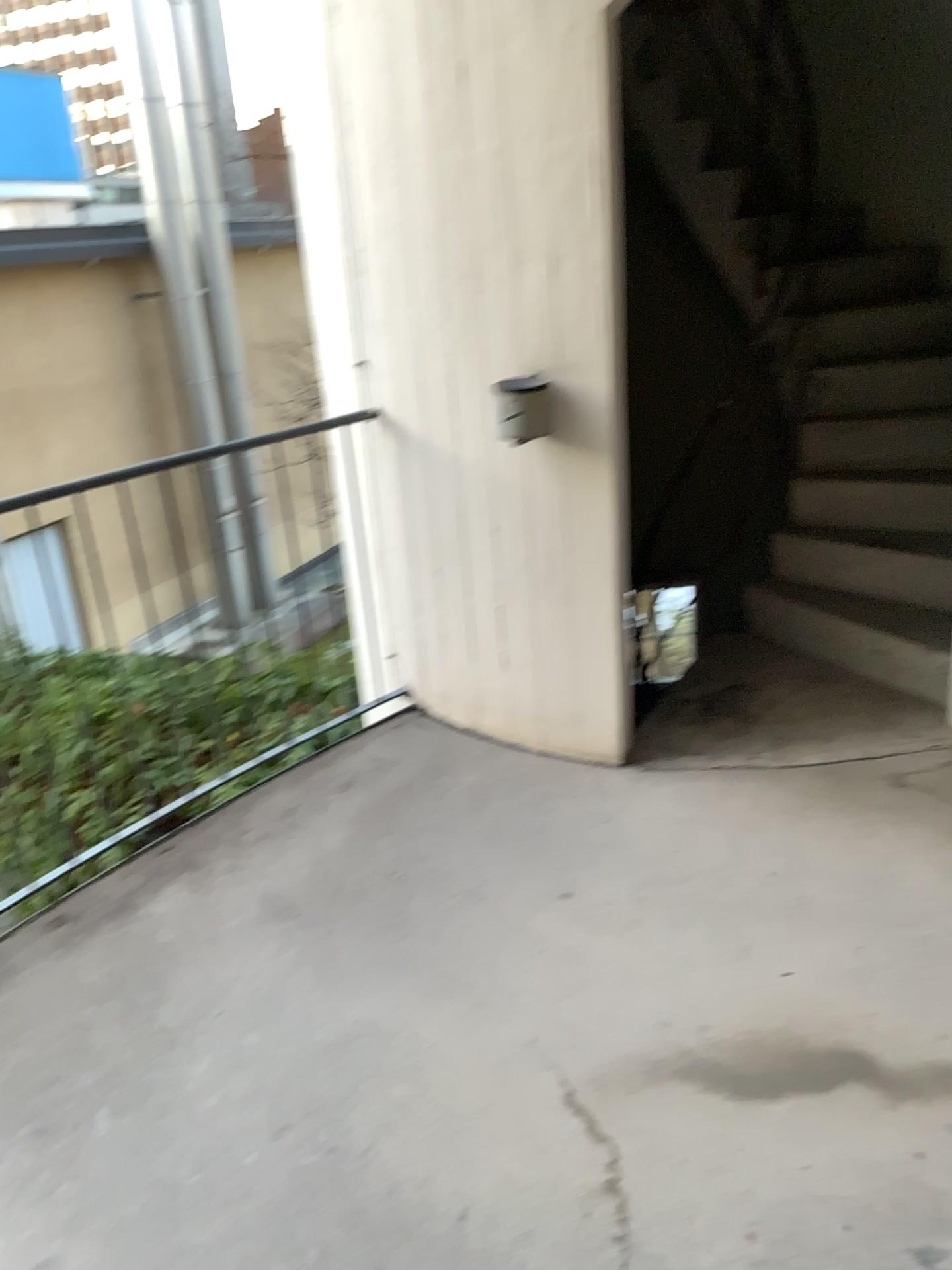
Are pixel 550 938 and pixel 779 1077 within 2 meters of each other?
yes
